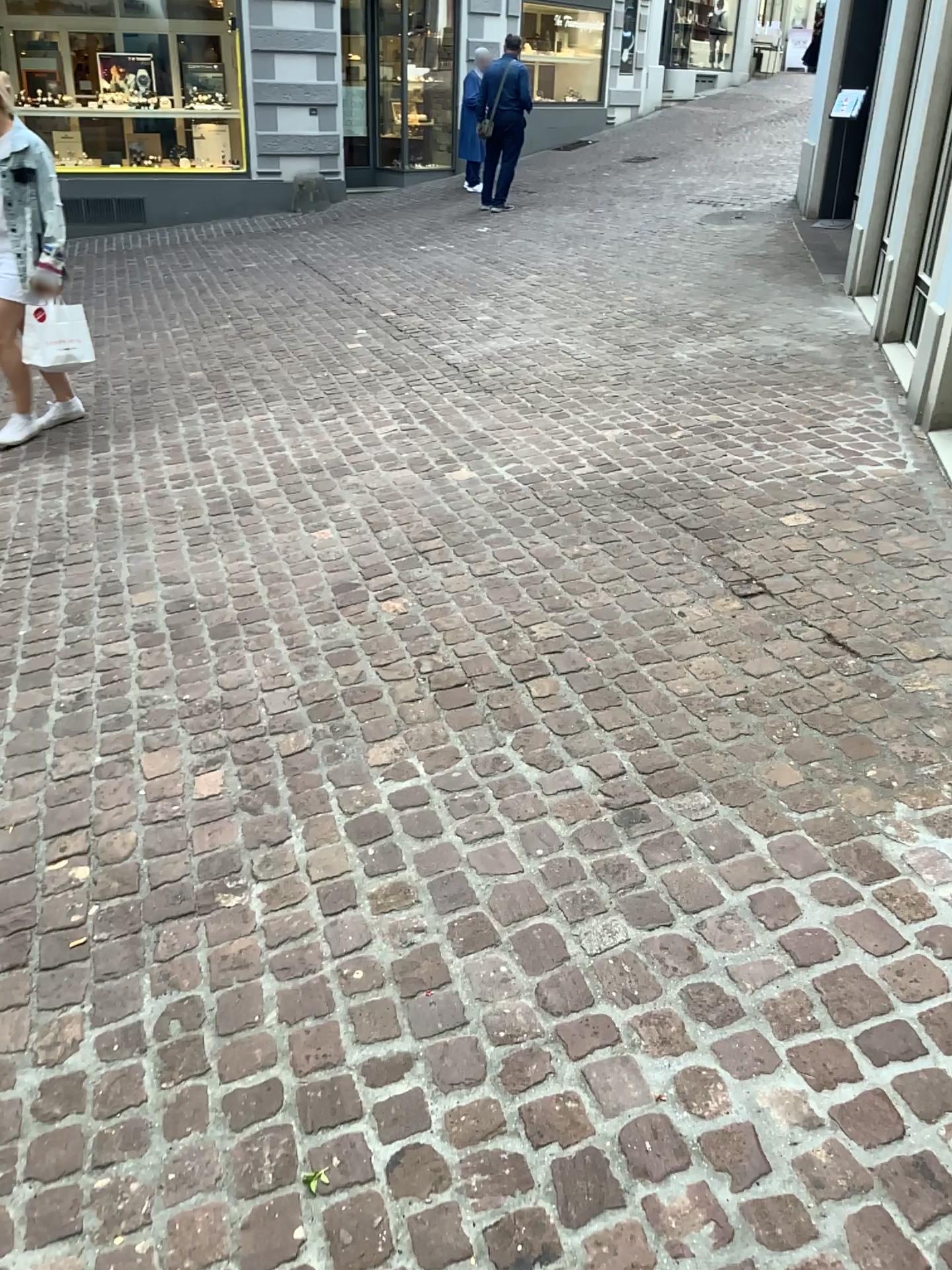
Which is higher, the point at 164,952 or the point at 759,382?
the point at 759,382
